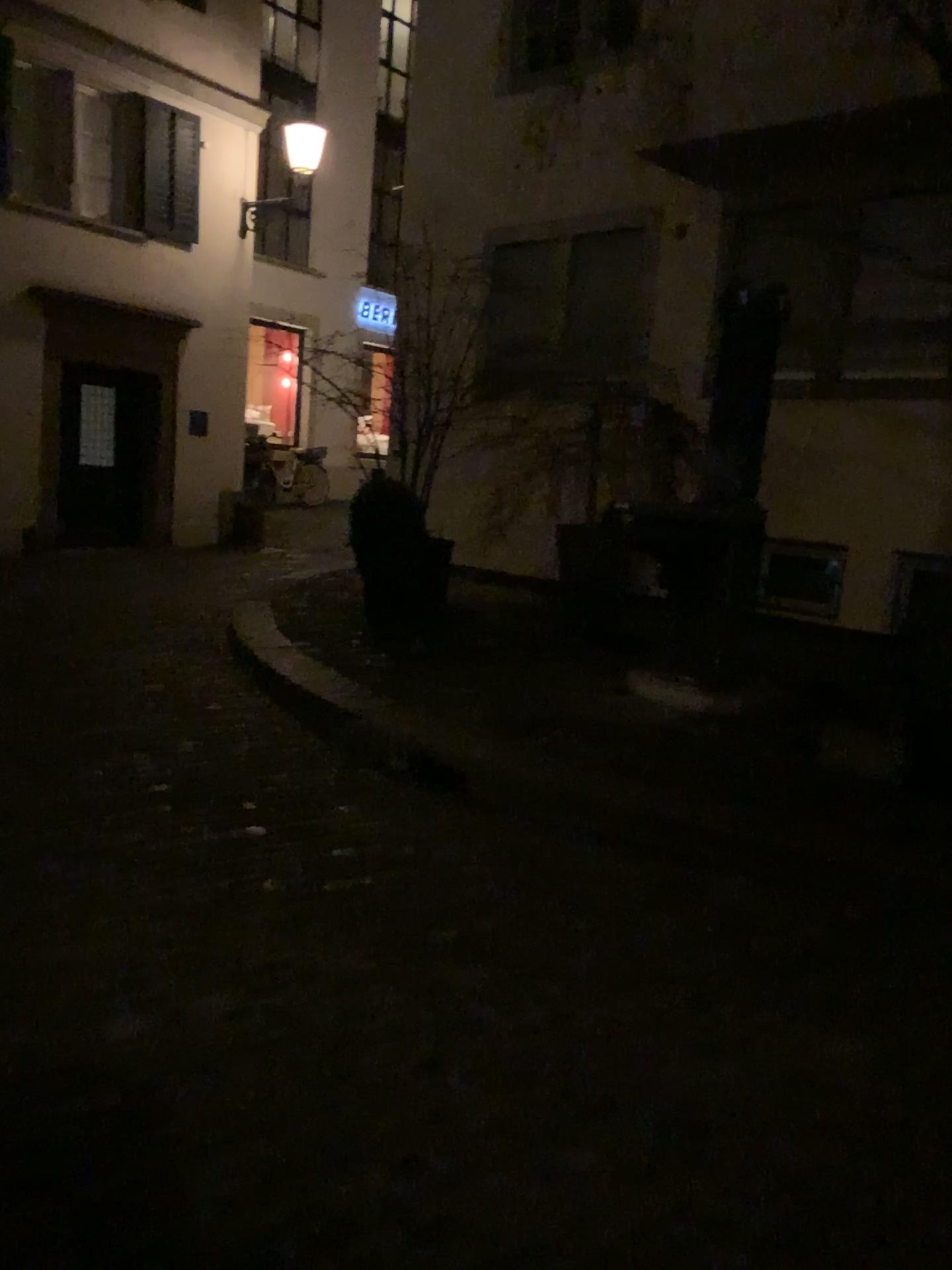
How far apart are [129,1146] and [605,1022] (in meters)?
1.12
